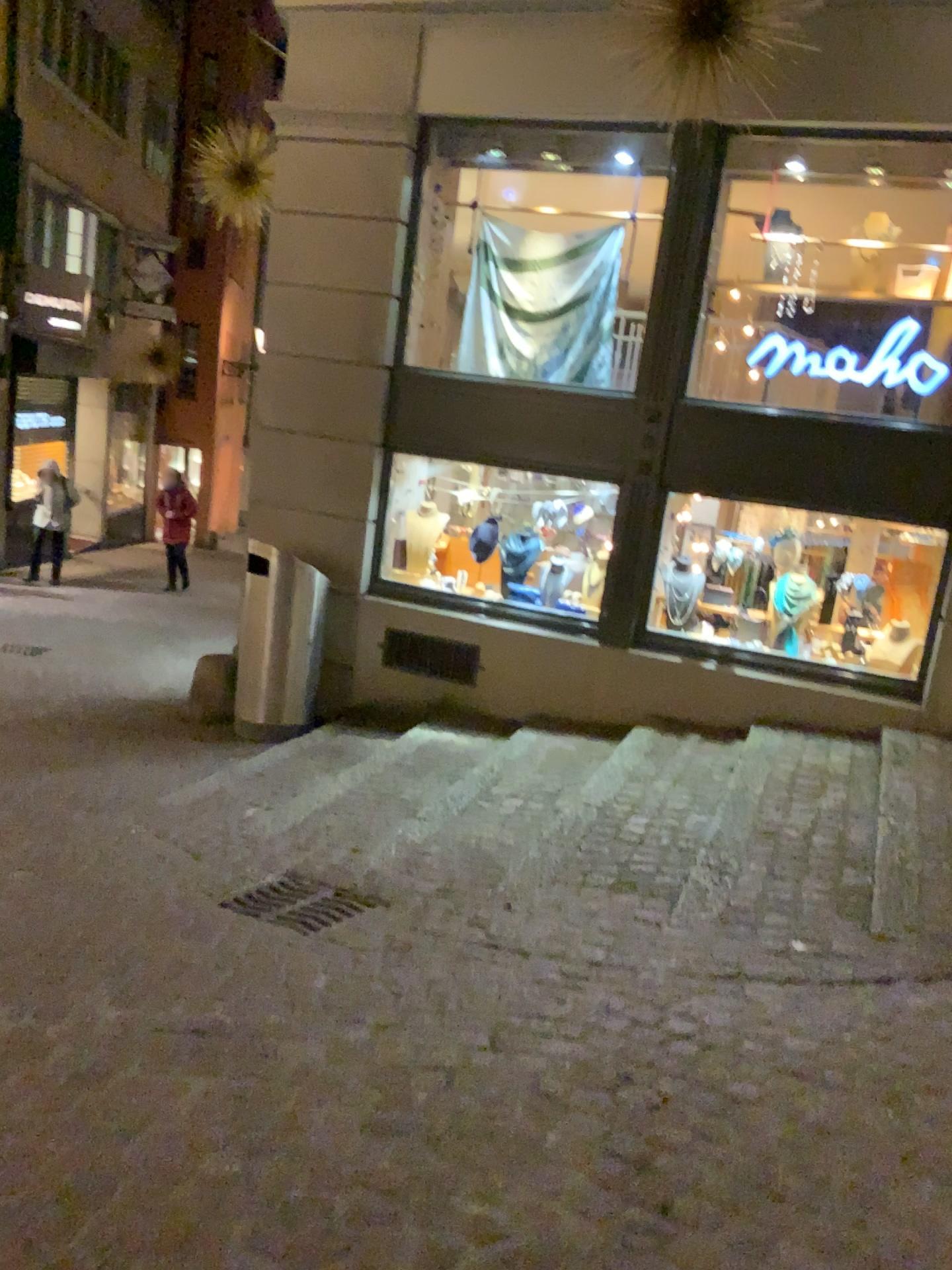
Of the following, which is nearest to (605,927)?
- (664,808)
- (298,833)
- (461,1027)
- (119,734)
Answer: (461,1027)

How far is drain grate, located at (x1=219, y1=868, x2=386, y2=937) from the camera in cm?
349

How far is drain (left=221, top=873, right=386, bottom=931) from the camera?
3.5 meters

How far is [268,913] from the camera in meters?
3.5

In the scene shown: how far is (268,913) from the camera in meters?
3.5 m
